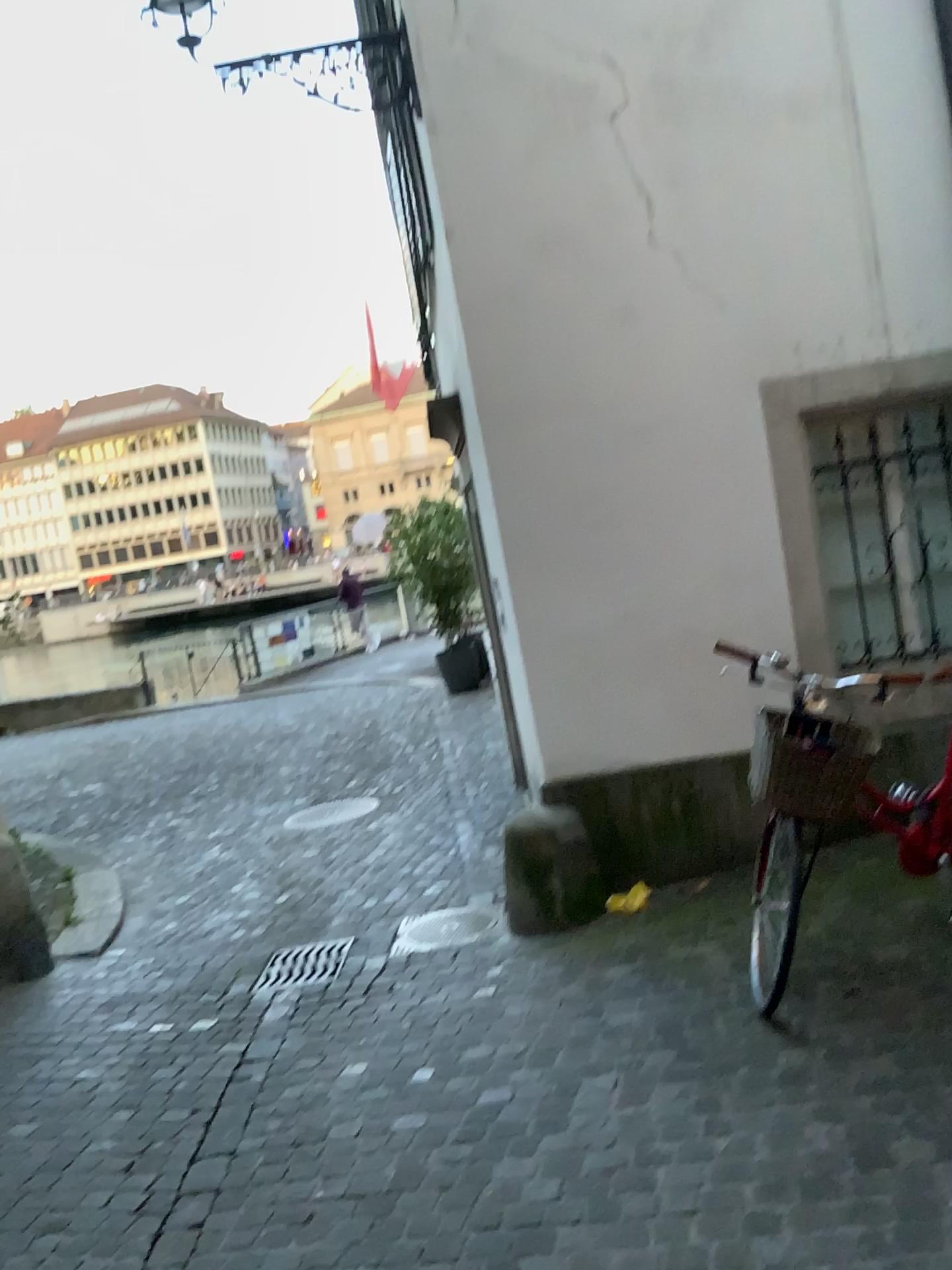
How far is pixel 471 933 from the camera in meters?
4.7 m

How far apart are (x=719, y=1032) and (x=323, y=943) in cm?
233

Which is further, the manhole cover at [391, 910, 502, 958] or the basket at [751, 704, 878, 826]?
the manhole cover at [391, 910, 502, 958]

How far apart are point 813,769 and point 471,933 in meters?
2.2

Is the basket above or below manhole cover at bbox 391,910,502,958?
above

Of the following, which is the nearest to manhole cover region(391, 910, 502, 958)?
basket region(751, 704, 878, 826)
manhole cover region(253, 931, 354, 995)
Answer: manhole cover region(253, 931, 354, 995)

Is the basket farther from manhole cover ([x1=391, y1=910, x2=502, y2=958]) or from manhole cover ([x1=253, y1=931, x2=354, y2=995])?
manhole cover ([x1=253, y1=931, x2=354, y2=995])

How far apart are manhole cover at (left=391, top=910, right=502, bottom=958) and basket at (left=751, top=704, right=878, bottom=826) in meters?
2.1

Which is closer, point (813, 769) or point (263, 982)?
point (813, 769)

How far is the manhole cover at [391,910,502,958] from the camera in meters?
4.7 m
